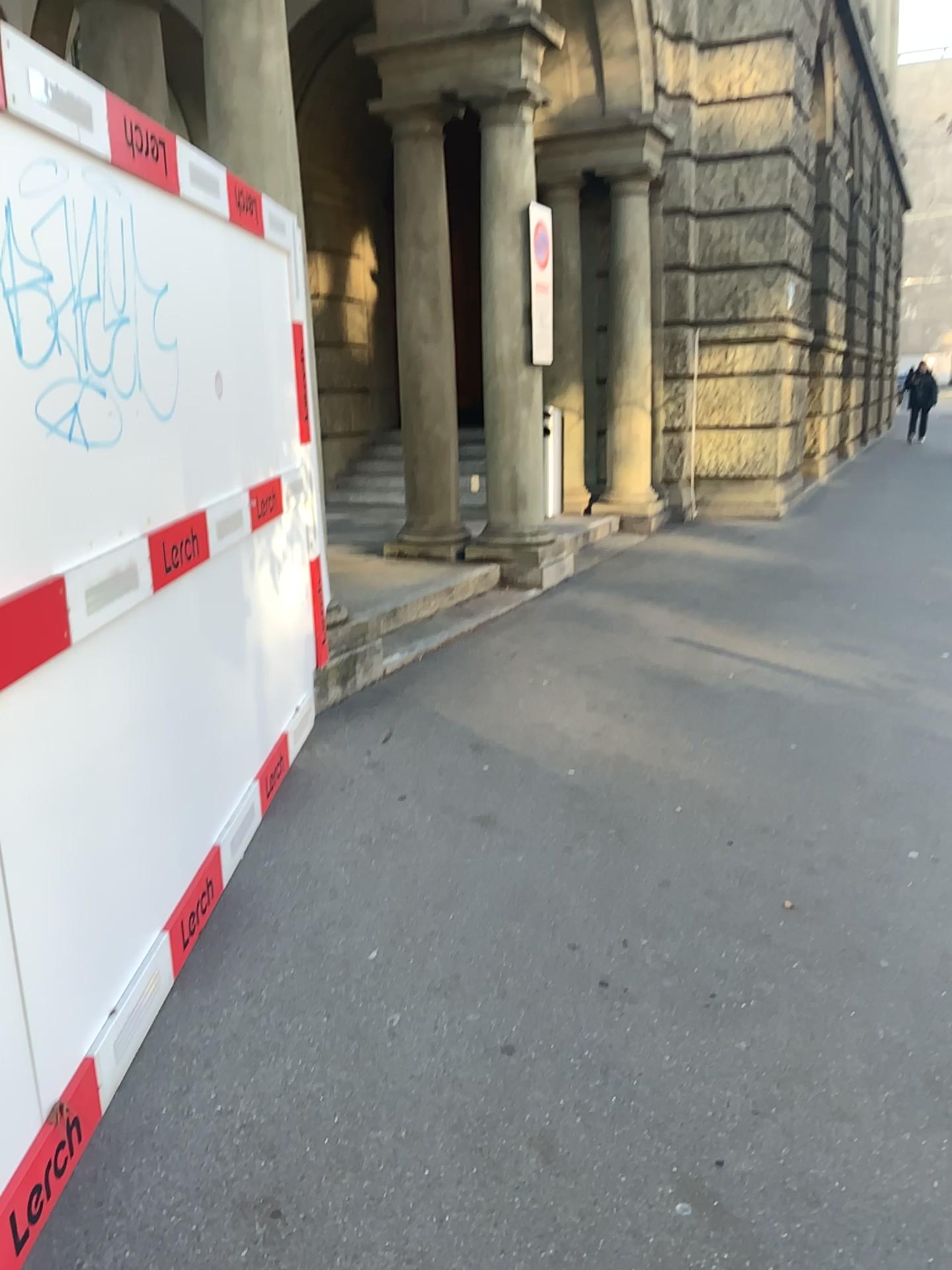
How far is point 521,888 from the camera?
3.2m
